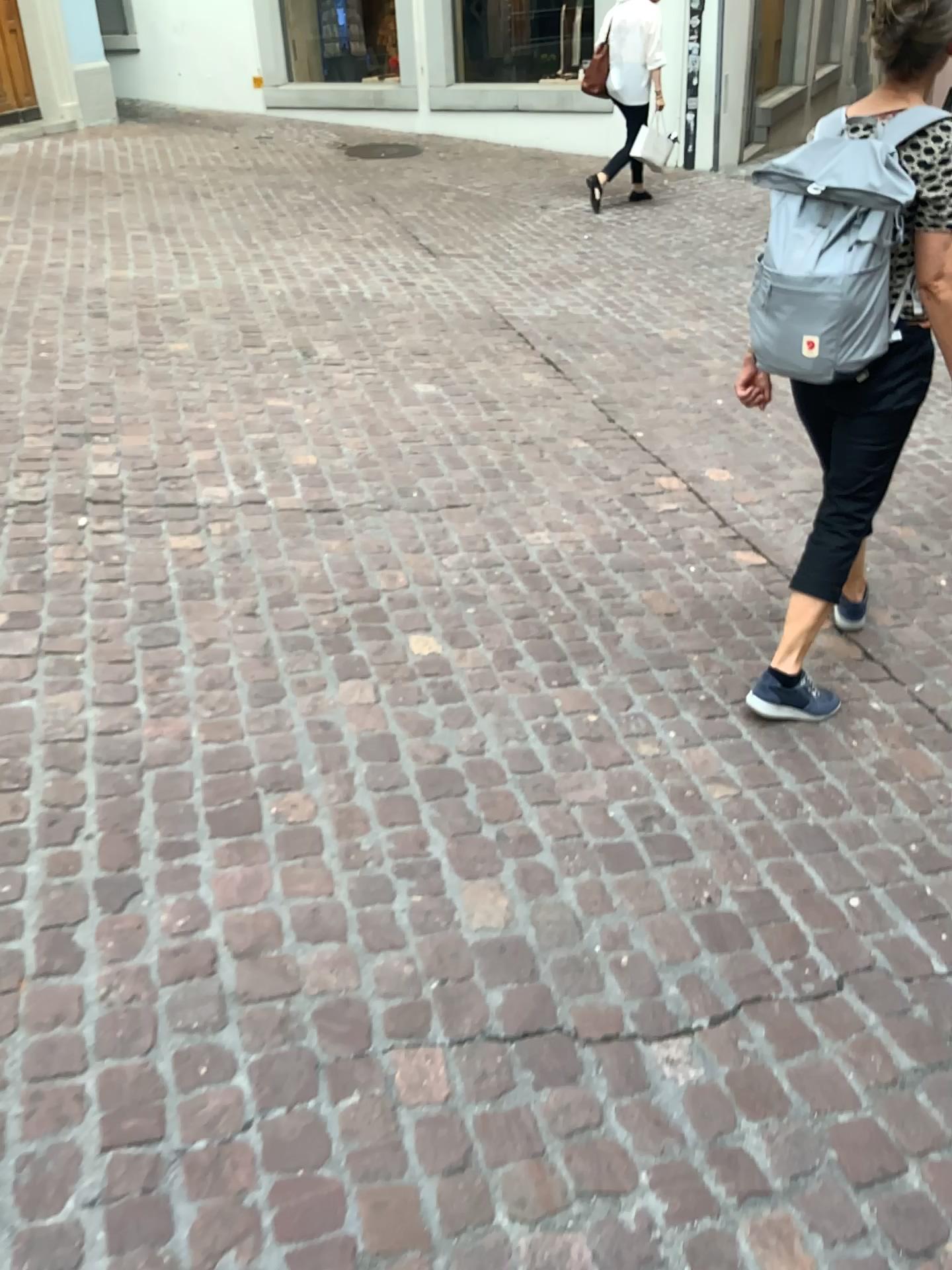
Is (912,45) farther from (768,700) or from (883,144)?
(768,700)

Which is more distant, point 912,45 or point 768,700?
point 768,700

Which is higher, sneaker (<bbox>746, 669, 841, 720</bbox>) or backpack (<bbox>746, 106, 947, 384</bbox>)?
backpack (<bbox>746, 106, 947, 384</bbox>)

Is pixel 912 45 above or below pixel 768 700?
above

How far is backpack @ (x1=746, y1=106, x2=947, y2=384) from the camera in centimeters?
217cm

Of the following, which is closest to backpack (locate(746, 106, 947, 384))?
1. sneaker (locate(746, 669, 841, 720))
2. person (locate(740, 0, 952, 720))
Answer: person (locate(740, 0, 952, 720))

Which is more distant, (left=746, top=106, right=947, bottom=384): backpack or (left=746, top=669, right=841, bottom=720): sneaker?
(left=746, top=669, right=841, bottom=720): sneaker

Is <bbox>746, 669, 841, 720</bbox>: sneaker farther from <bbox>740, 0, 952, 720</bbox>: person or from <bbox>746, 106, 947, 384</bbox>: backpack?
<bbox>746, 106, 947, 384</bbox>: backpack

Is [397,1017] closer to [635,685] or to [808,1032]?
[808,1032]
